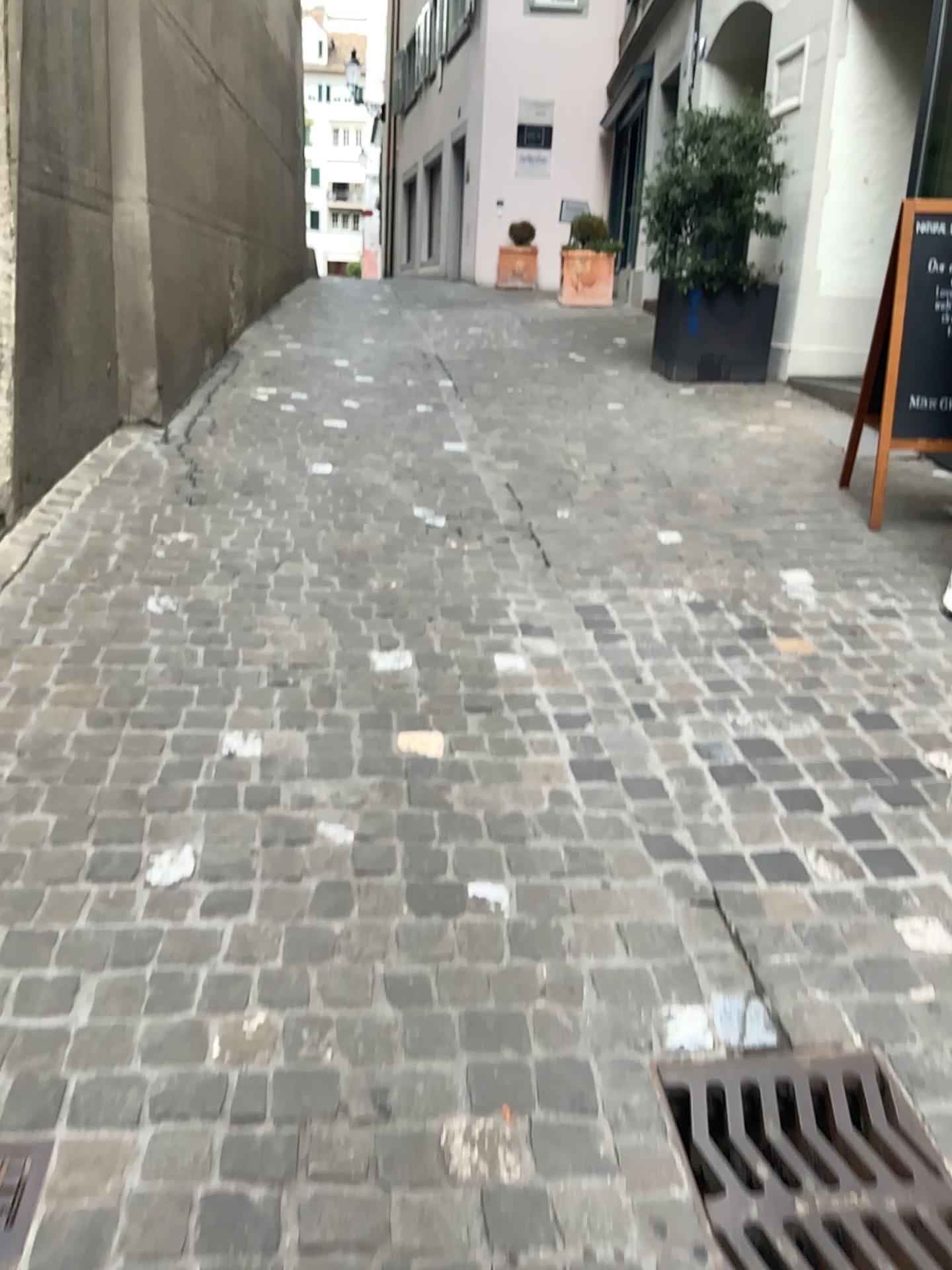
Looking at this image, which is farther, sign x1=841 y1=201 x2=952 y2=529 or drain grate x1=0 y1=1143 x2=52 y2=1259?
sign x1=841 y1=201 x2=952 y2=529

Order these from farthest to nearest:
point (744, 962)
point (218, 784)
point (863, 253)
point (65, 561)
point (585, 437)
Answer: point (863, 253) → point (585, 437) → point (65, 561) → point (218, 784) → point (744, 962)

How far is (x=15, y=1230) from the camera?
1.36m

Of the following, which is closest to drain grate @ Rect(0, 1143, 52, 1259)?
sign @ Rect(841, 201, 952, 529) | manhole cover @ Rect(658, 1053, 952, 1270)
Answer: manhole cover @ Rect(658, 1053, 952, 1270)

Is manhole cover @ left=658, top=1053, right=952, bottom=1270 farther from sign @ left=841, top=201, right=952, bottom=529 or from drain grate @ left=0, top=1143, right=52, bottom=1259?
sign @ left=841, top=201, right=952, bottom=529

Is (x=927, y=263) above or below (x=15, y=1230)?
above

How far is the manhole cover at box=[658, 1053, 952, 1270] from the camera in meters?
1.5

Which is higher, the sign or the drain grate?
the sign

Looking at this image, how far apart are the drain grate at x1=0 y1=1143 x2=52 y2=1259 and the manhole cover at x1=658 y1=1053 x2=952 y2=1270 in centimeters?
90cm

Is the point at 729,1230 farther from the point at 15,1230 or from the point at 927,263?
the point at 927,263
